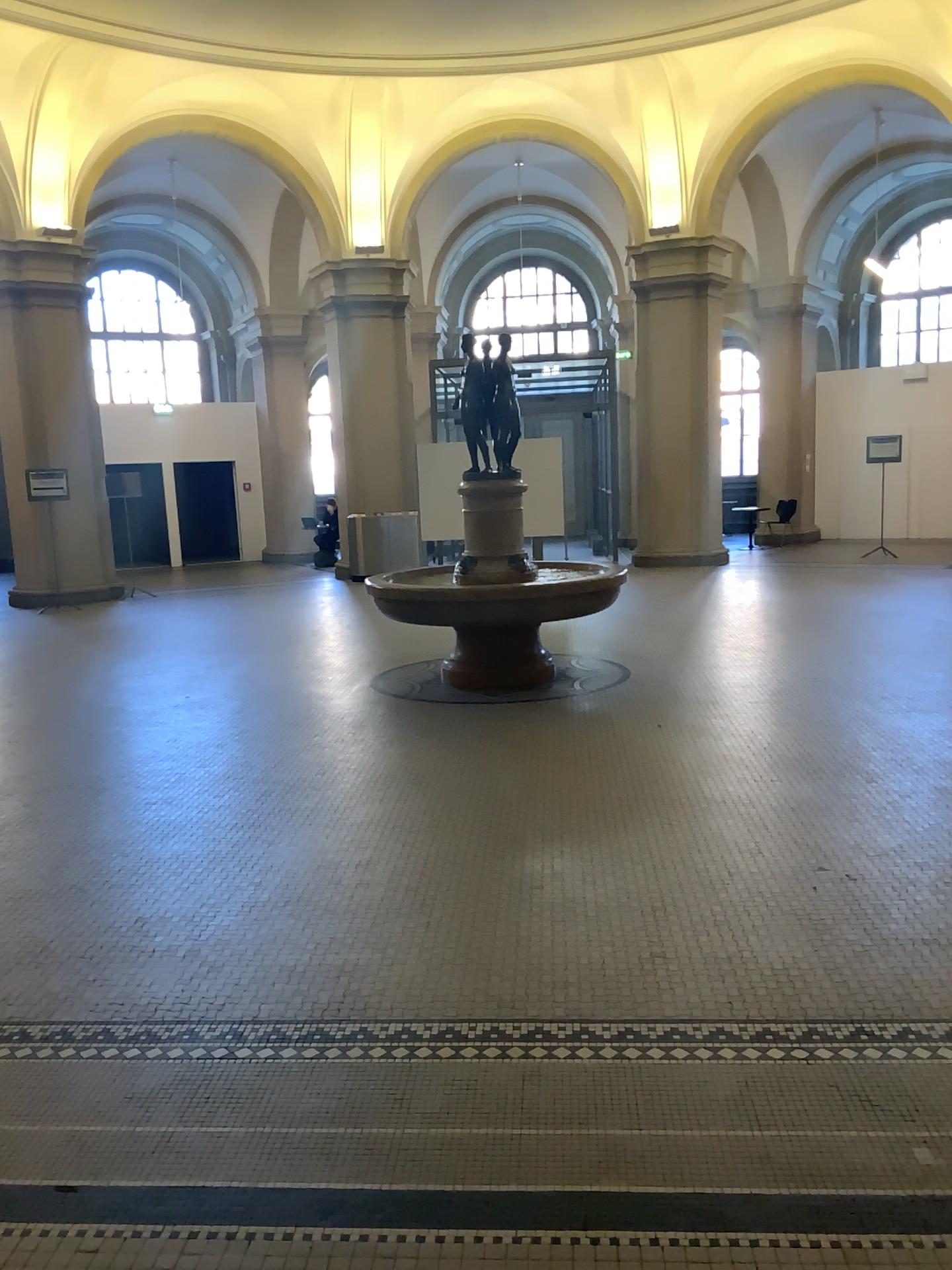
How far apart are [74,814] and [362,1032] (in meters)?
2.50
